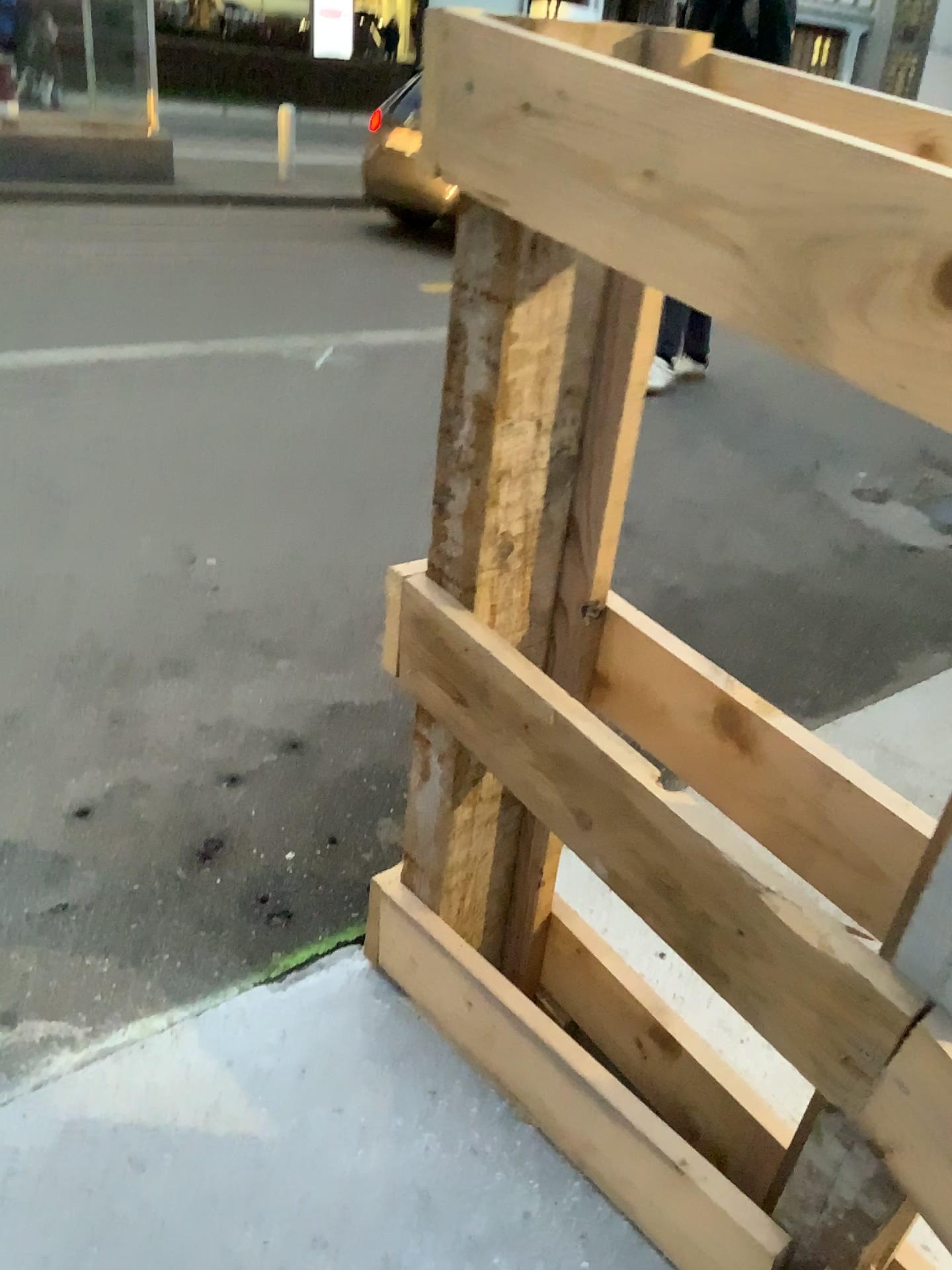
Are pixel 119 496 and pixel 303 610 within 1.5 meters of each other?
yes
